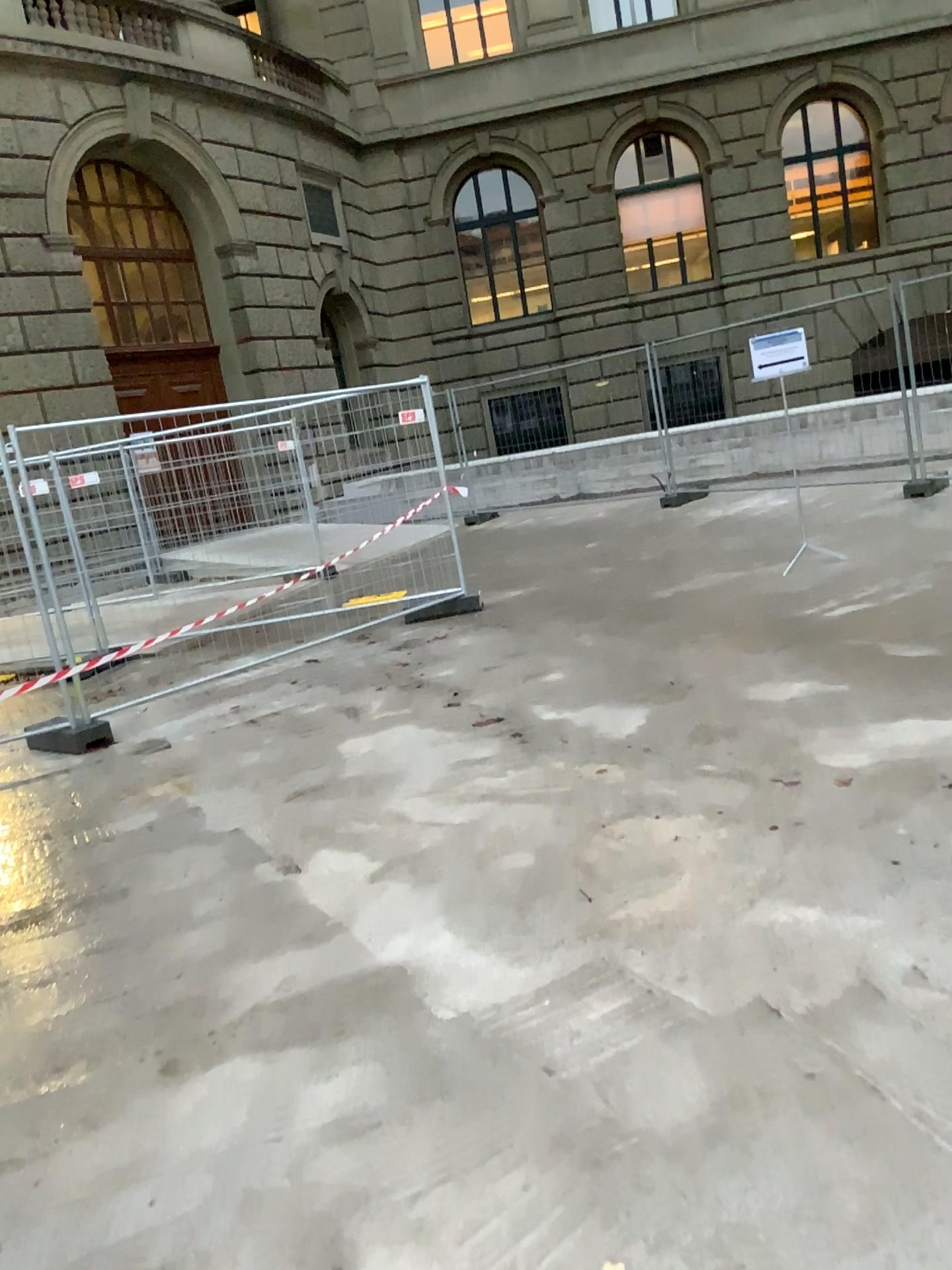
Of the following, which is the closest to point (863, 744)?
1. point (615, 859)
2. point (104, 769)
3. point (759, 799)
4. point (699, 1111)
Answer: point (759, 799)
